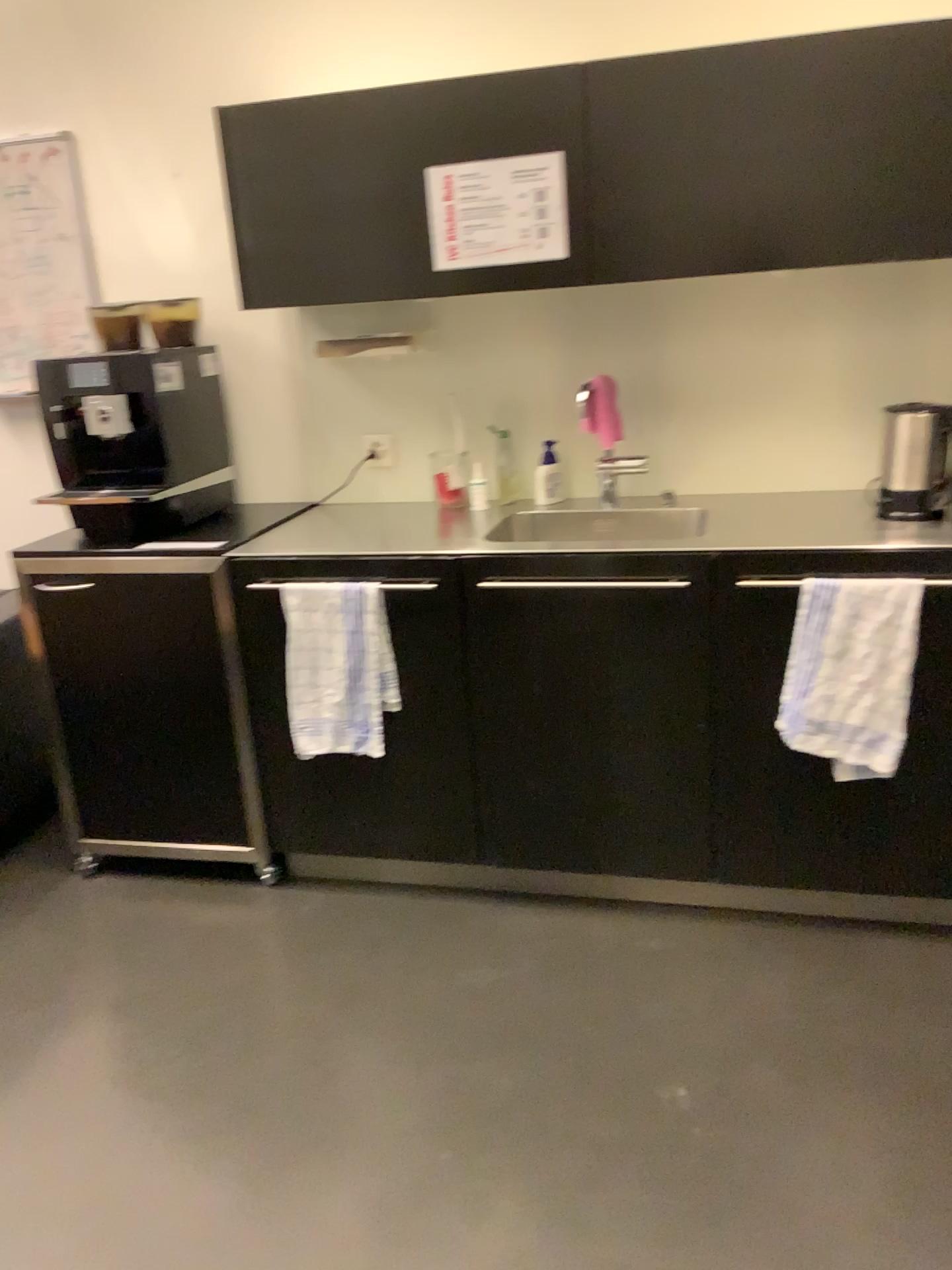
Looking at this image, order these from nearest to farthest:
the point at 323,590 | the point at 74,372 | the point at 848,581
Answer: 1. the point at 848,581
2. the point at 323,590
3. the point at 74,372

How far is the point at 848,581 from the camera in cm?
214

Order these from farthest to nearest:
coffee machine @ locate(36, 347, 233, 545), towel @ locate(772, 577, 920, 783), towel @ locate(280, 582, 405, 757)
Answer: coffee machine @ locate(36, 347, 233, 545)
towel @ locate(280, 582, 405, 757)
towel @ locate(772, 577, 920, 783)

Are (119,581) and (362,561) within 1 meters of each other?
yes

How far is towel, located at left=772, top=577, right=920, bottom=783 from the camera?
2.1m

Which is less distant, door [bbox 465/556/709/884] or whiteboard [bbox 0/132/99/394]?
door [bbox 465/556/709/884]

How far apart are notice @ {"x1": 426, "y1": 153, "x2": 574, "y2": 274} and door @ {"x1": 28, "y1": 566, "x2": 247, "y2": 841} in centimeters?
94cm

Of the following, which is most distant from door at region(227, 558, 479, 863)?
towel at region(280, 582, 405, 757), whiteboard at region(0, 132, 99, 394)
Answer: whiteboard at region(0, 132, 99, 394)

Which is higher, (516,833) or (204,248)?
(204,248)

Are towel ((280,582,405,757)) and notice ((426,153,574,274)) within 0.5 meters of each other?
no
